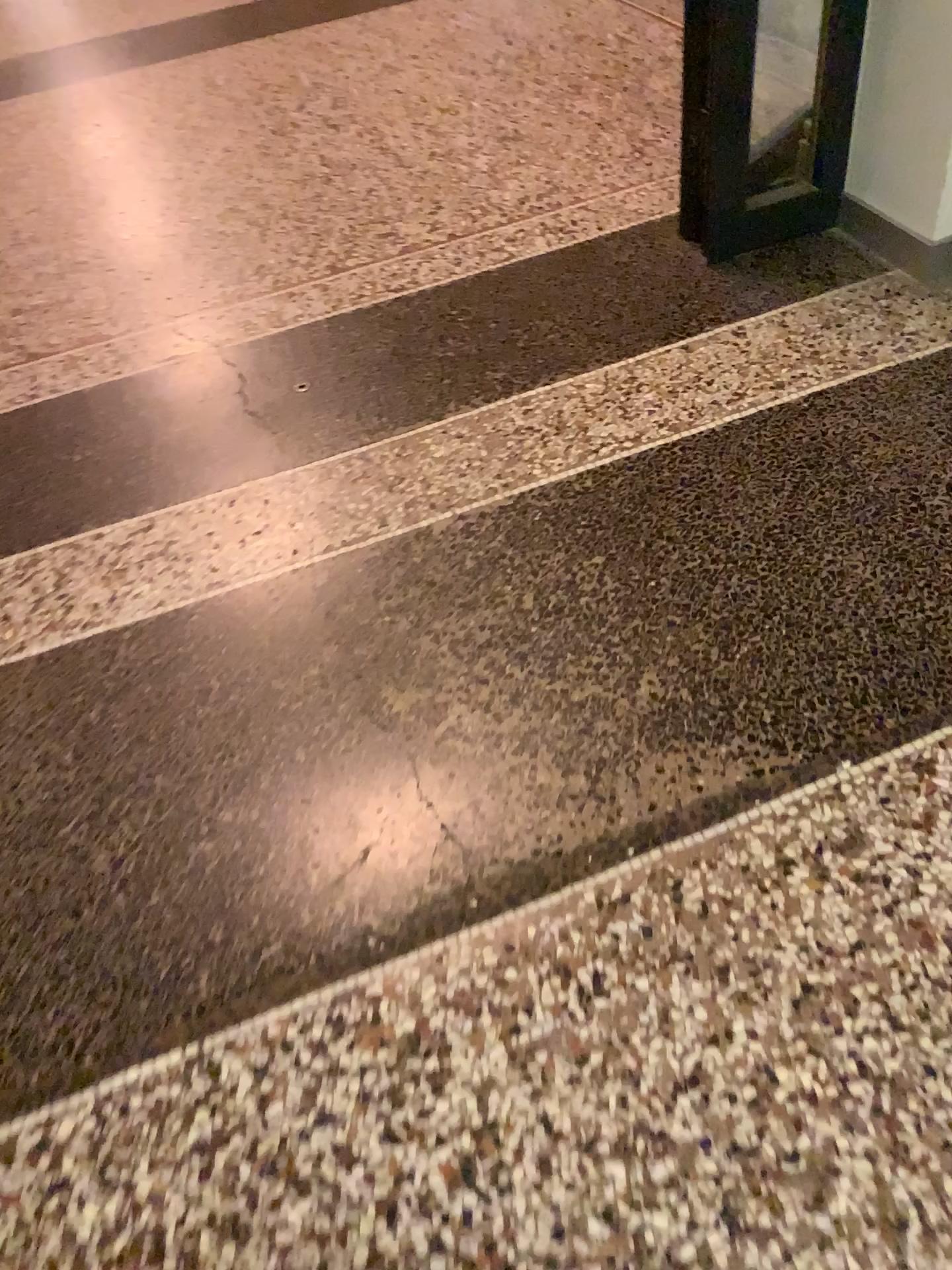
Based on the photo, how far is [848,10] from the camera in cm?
209

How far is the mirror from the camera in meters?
2.3

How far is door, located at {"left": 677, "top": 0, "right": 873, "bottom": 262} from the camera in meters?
2.1

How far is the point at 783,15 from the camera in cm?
229

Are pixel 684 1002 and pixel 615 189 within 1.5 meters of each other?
no
